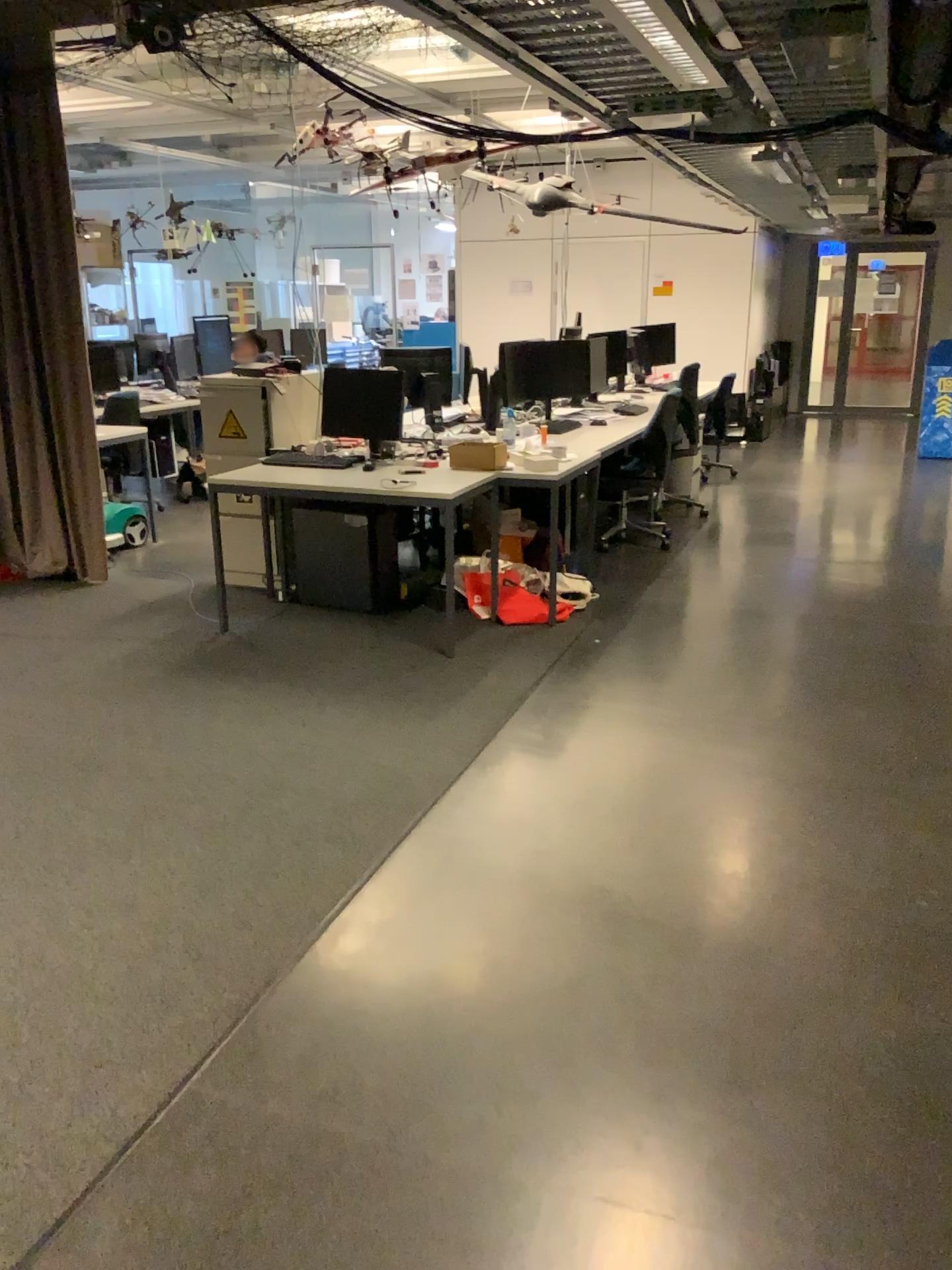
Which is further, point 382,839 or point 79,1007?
point 382,839
